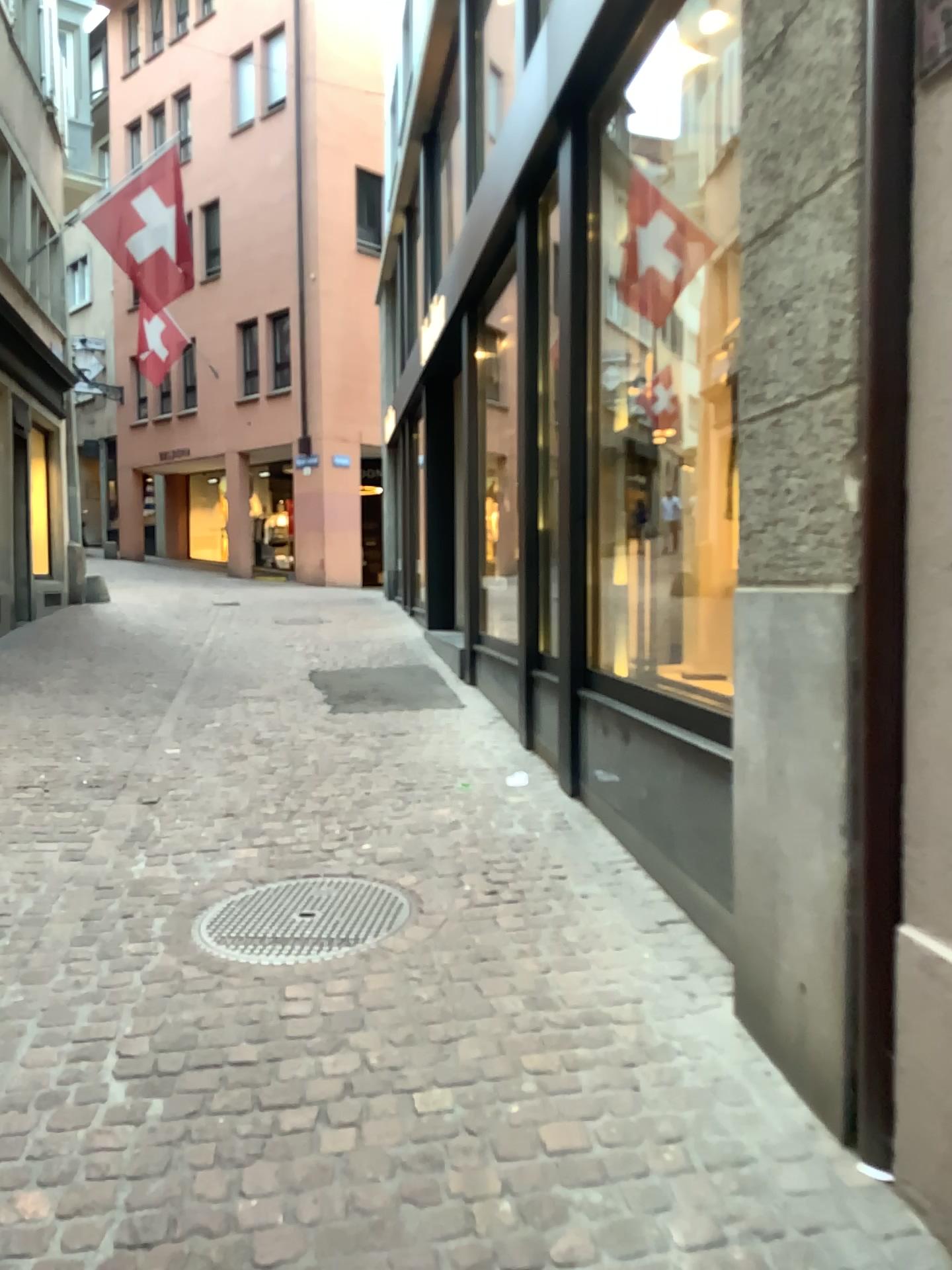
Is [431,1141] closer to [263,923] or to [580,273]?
[263,923]
